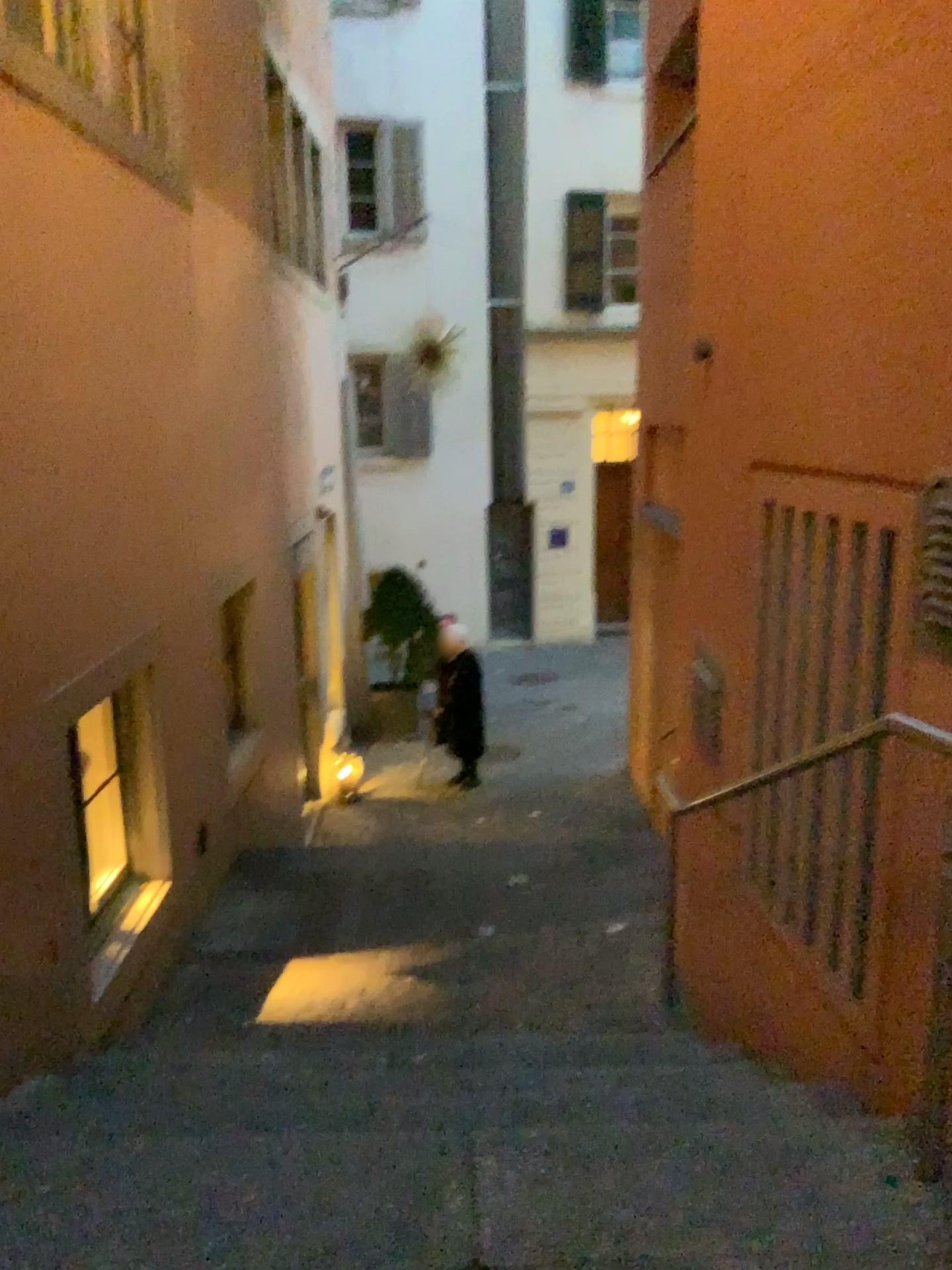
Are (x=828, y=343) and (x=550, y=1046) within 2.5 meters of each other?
yes

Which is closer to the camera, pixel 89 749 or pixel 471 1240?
pixel 471 1240

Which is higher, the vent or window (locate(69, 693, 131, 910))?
the vent

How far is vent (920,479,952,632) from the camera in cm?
208

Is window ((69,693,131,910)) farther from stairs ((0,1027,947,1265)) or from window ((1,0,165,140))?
window ((1,0,165,140))

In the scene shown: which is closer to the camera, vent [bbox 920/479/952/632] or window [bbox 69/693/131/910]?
vent [bbox 920/479/952/632]

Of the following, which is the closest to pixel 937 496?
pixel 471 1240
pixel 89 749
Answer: pixel 471 1240

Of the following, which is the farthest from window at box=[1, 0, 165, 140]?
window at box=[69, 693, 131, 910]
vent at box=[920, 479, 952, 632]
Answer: vent at box=[920, 479, 952, 632]

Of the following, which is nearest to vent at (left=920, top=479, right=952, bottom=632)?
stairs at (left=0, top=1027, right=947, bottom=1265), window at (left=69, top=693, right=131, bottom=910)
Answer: stairs at (left=0, top=1027, right=947, bottom=1265)

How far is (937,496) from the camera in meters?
2.1
